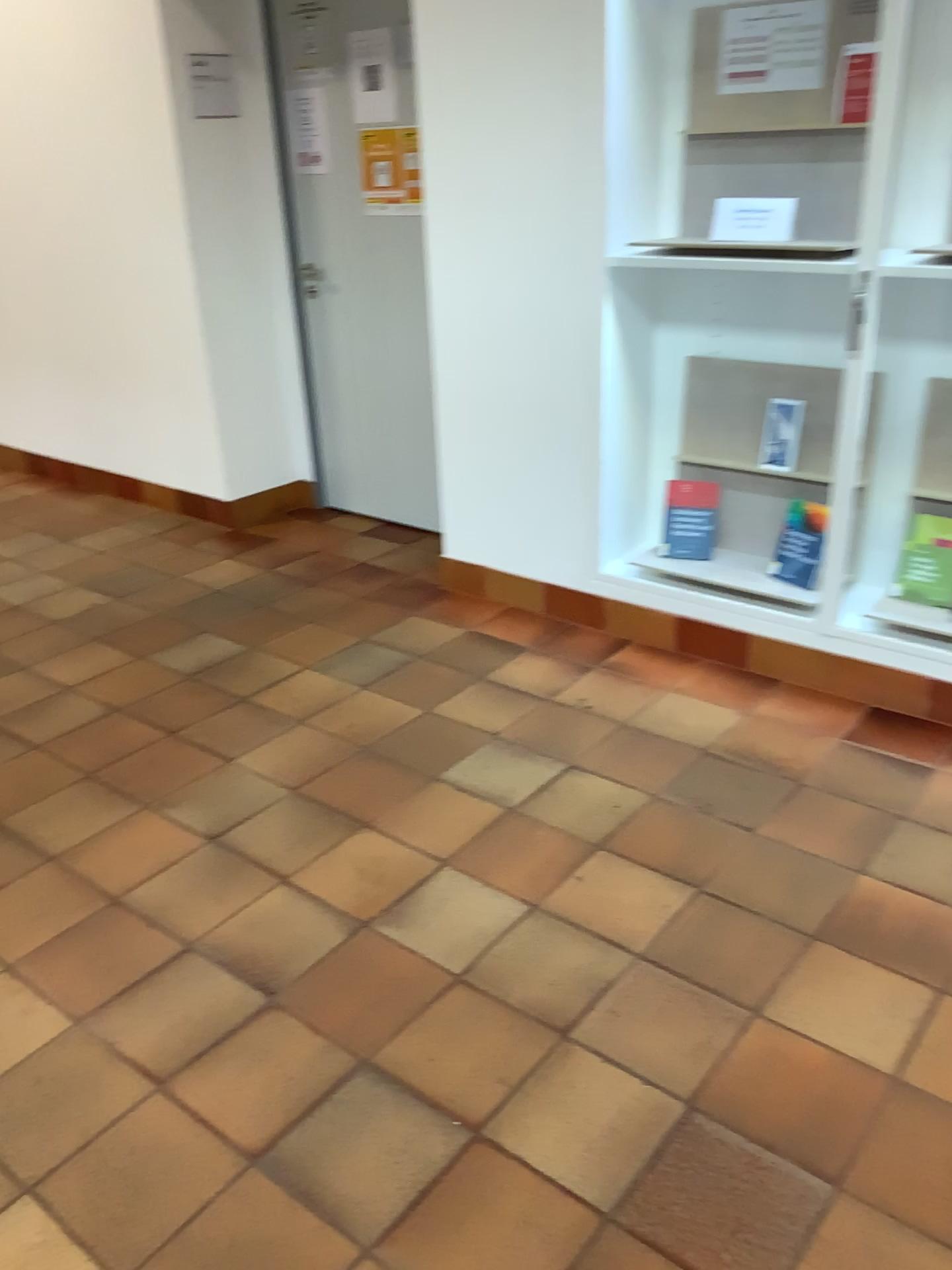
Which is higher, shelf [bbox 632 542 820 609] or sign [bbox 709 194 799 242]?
sign [bbox 709 194 799 242]

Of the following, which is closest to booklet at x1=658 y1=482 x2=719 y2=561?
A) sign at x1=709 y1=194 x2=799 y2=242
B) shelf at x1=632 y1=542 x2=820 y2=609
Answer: shelf at x1=632 y1=542 x2=820 y2=609

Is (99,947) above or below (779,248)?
below

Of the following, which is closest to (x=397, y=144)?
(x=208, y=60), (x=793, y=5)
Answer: (x=208, y=60)

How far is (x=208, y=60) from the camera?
4.0 meters

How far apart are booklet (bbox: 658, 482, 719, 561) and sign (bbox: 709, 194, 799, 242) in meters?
0.8

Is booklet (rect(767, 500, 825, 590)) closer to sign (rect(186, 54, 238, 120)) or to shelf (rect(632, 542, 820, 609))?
shelf (rect(632, 542, 820, 609))

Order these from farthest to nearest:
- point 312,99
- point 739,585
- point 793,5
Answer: point 312,99, point 739,585, point 793,5

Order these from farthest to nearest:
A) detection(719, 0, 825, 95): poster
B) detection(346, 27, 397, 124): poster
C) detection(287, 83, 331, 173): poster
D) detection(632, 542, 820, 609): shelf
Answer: detection(287, 83, 331, 173): poster < detection(346, 27, 397, 124): poster < detection(632, 542, 820, 609): shelf < detection(719, 0, 825, 95): poster

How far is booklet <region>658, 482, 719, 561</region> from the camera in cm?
332
